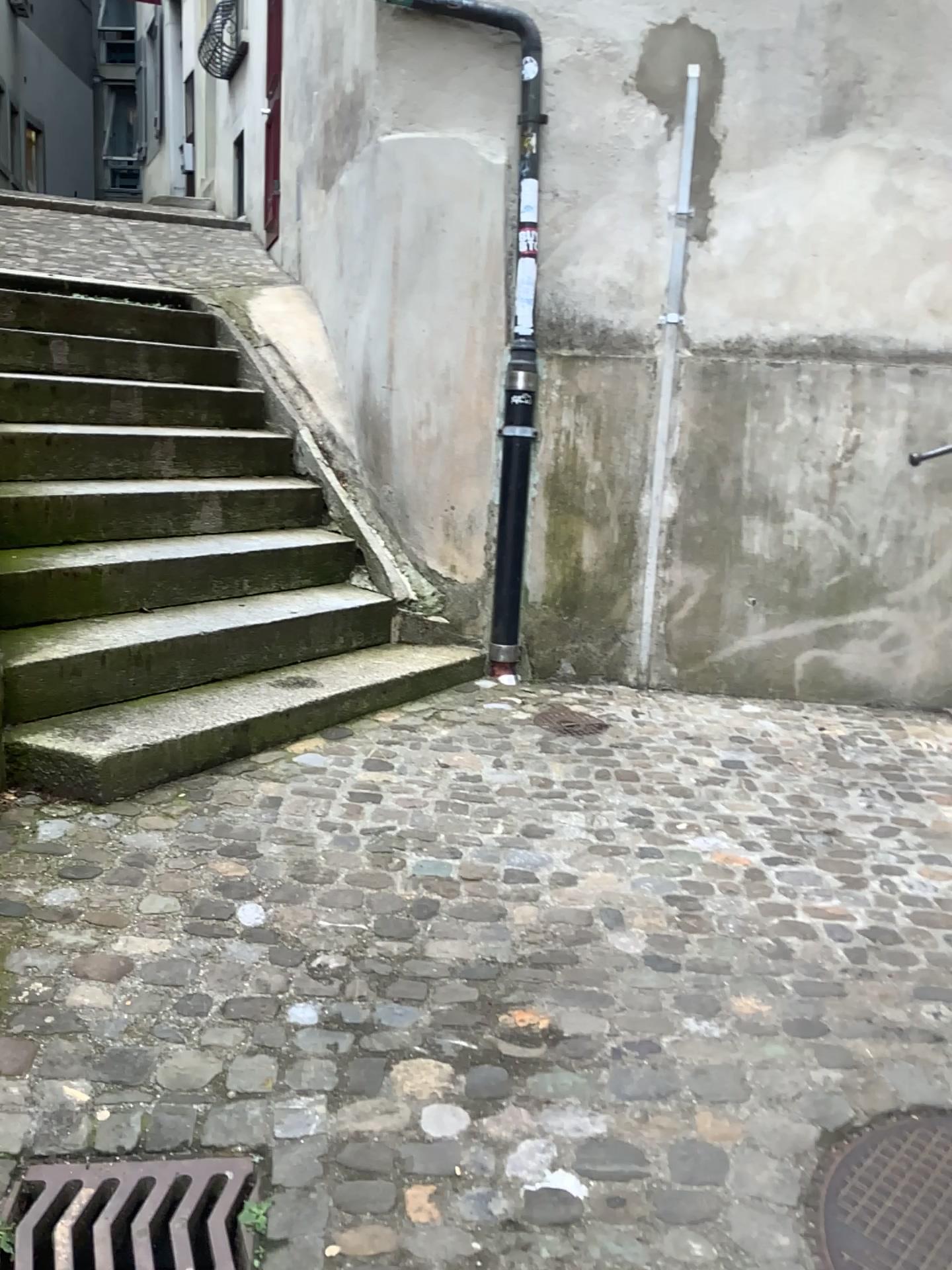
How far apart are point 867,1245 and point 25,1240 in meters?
1.2

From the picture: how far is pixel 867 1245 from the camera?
1.6 meters

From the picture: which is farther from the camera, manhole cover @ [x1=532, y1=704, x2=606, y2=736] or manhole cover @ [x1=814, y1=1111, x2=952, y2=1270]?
manhole cover @ [x1=532, y1=704, x2=606, y2=736]

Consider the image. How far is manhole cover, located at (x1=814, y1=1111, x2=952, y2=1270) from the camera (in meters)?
1.56

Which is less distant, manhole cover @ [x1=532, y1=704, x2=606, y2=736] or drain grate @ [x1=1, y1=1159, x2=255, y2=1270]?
drain grate @ [x1=1, y1=1159, x2=255, y2=1270]

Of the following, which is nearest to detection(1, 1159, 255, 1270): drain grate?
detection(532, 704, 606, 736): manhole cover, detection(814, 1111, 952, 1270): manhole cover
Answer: detection(814, 1111, 952, 1270): manhole cover

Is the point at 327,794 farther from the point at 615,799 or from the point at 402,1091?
the point at 402,1091

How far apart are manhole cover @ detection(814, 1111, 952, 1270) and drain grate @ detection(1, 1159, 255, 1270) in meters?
0.9 m

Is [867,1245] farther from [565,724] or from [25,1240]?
[565,724]

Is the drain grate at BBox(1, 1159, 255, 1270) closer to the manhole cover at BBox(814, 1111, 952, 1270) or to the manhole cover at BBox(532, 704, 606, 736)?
→ the manhole cover at BBox(814, 1111, 952, 1270)
